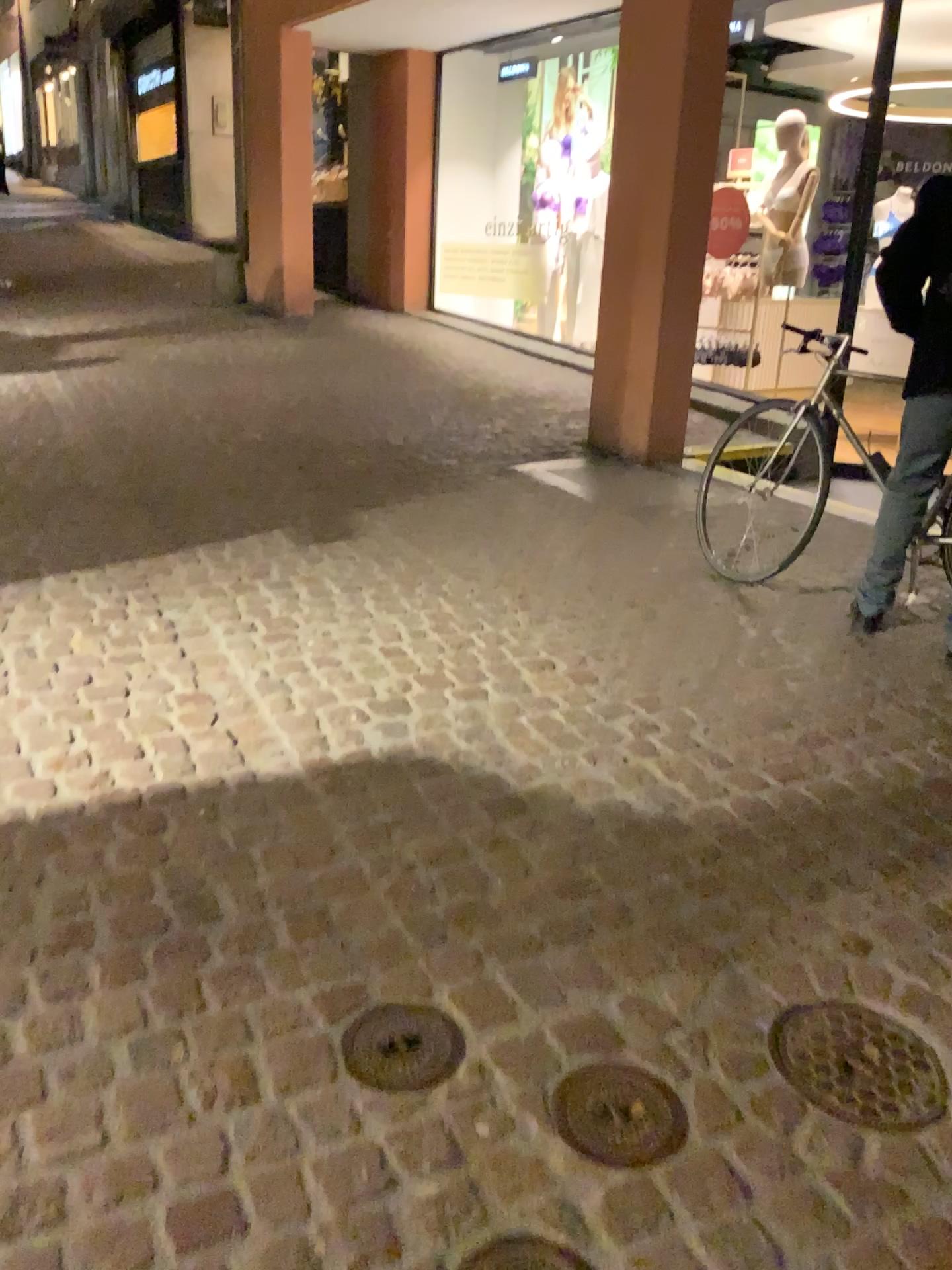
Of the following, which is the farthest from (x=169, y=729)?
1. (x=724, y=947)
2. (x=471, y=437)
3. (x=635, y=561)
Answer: (x=471, y=437)

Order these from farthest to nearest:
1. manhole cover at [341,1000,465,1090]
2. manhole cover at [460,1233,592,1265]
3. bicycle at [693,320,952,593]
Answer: bicycle at [693,320,952,593]
manhole cover at [341,1000,465,1090]
manhole cover at [460,1233,592,1265]

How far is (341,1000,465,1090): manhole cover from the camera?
1.7m

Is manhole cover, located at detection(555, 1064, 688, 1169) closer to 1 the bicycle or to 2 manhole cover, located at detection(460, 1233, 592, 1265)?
2 manhole cover, located at detection(460, 1233, 592, 1265)

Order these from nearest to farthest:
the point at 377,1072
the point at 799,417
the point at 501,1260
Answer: the point at 501,1260 → the point at 377,1072 → the point at 799,417

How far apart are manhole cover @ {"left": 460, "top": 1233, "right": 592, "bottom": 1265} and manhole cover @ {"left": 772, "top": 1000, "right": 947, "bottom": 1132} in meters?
0.5

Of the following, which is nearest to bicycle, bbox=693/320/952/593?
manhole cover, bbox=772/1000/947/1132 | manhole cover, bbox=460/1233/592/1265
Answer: manhole cover, bbox=772/1000/947/1132

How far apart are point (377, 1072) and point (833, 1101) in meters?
0.7 m

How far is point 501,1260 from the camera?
1.4 meters

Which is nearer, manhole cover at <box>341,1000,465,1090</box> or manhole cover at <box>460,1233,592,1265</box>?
manhole cover at <box>460,1233,592,1265</box>
